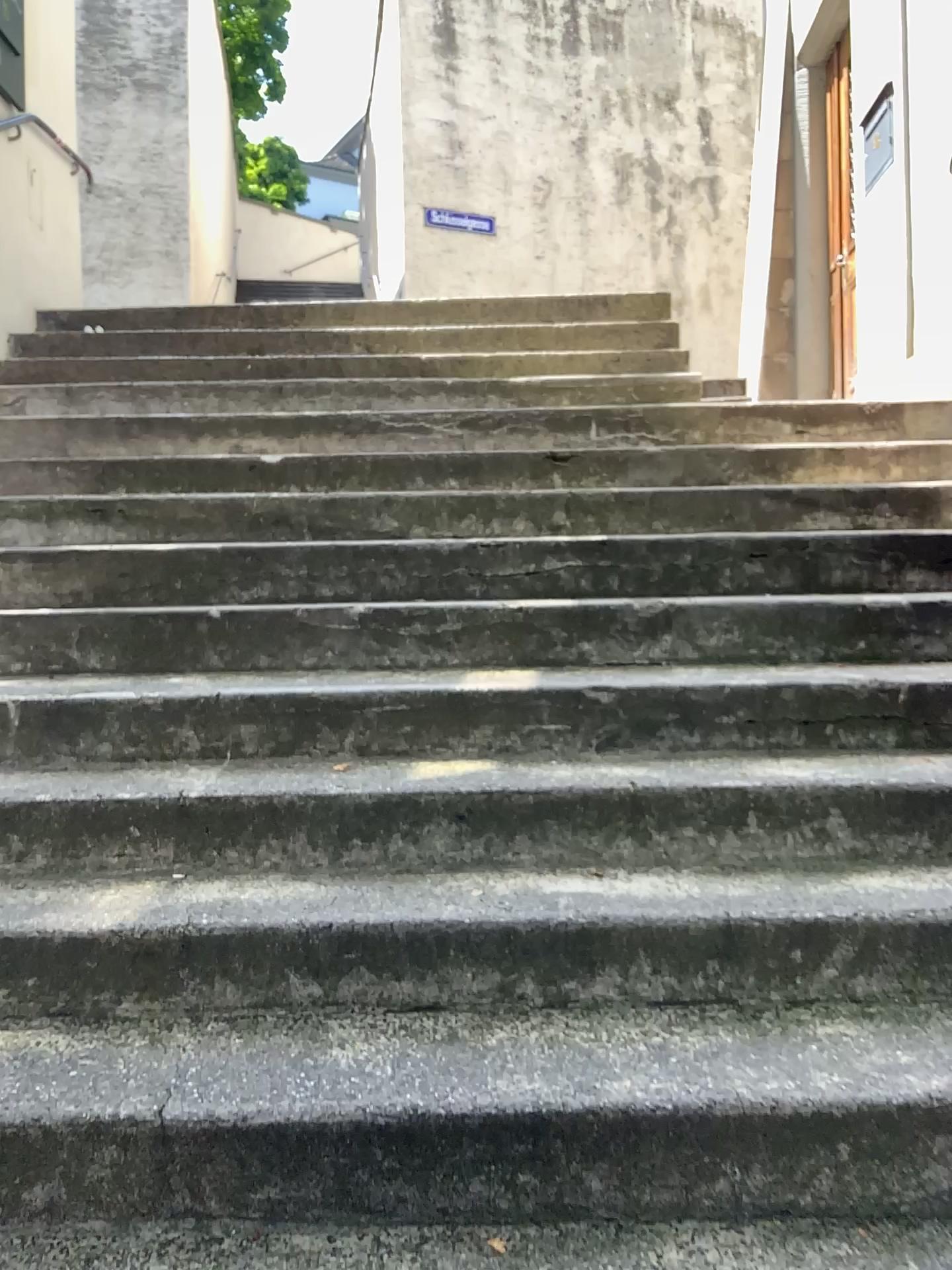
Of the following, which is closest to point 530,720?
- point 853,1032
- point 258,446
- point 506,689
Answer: point 506,689
